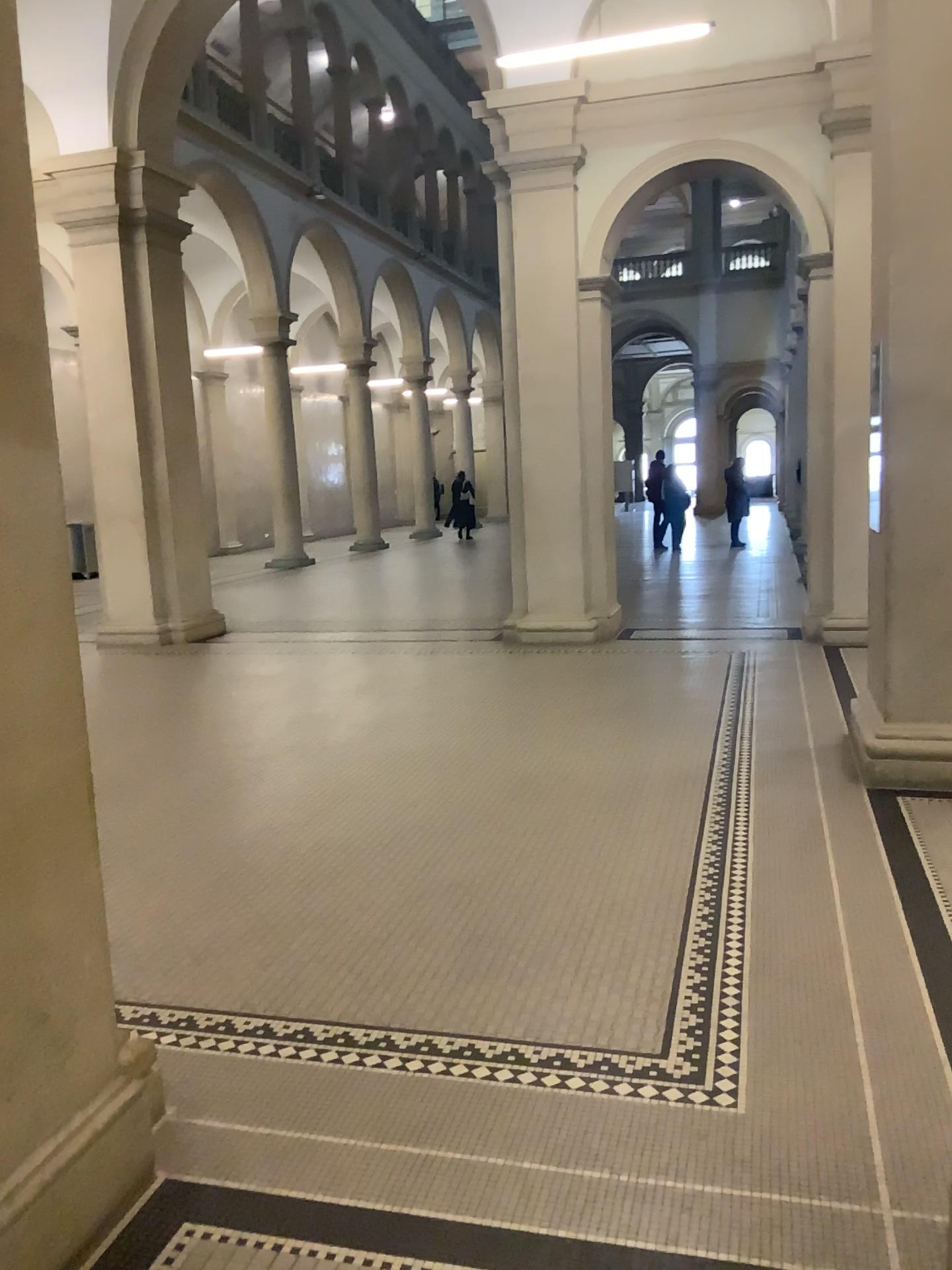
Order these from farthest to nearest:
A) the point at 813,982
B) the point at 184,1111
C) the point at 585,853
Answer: the point at 585,853 → the point at 813,982 → the point at 184,1111

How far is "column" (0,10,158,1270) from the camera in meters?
2.0 m

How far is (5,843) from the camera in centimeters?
199cm
